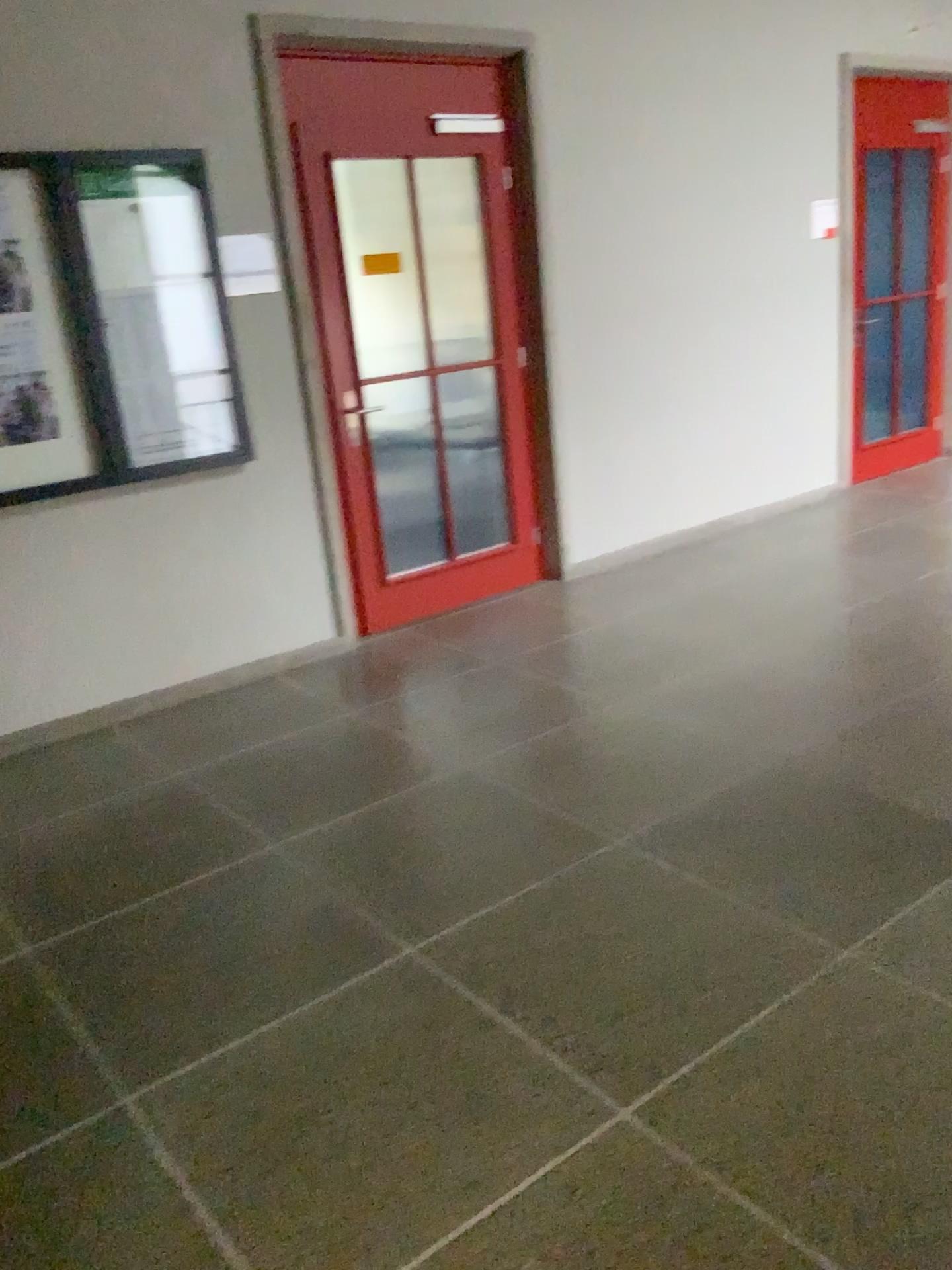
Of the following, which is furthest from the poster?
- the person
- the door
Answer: the door

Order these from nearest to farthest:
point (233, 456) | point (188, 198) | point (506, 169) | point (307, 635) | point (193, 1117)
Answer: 1. point (193, 1117)
2. point (188, 198)
3. point (233, 456)
4. point (307, 635)
5. point (506, 169)

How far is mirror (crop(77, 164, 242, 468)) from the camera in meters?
3.7 m

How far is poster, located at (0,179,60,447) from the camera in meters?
3.5 m

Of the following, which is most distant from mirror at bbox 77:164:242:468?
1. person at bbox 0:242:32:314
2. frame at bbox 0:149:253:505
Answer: person at bbox 0:242:32:314

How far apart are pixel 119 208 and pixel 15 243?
0.4m

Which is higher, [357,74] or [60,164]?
[357,74]

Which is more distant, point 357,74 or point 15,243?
point 357,74

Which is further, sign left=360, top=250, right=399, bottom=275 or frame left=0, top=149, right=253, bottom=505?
sign left=360, top=250, right=399, bottom=275

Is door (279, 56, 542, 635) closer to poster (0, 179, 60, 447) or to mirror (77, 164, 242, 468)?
mirror (77, 164, 242, 468)
